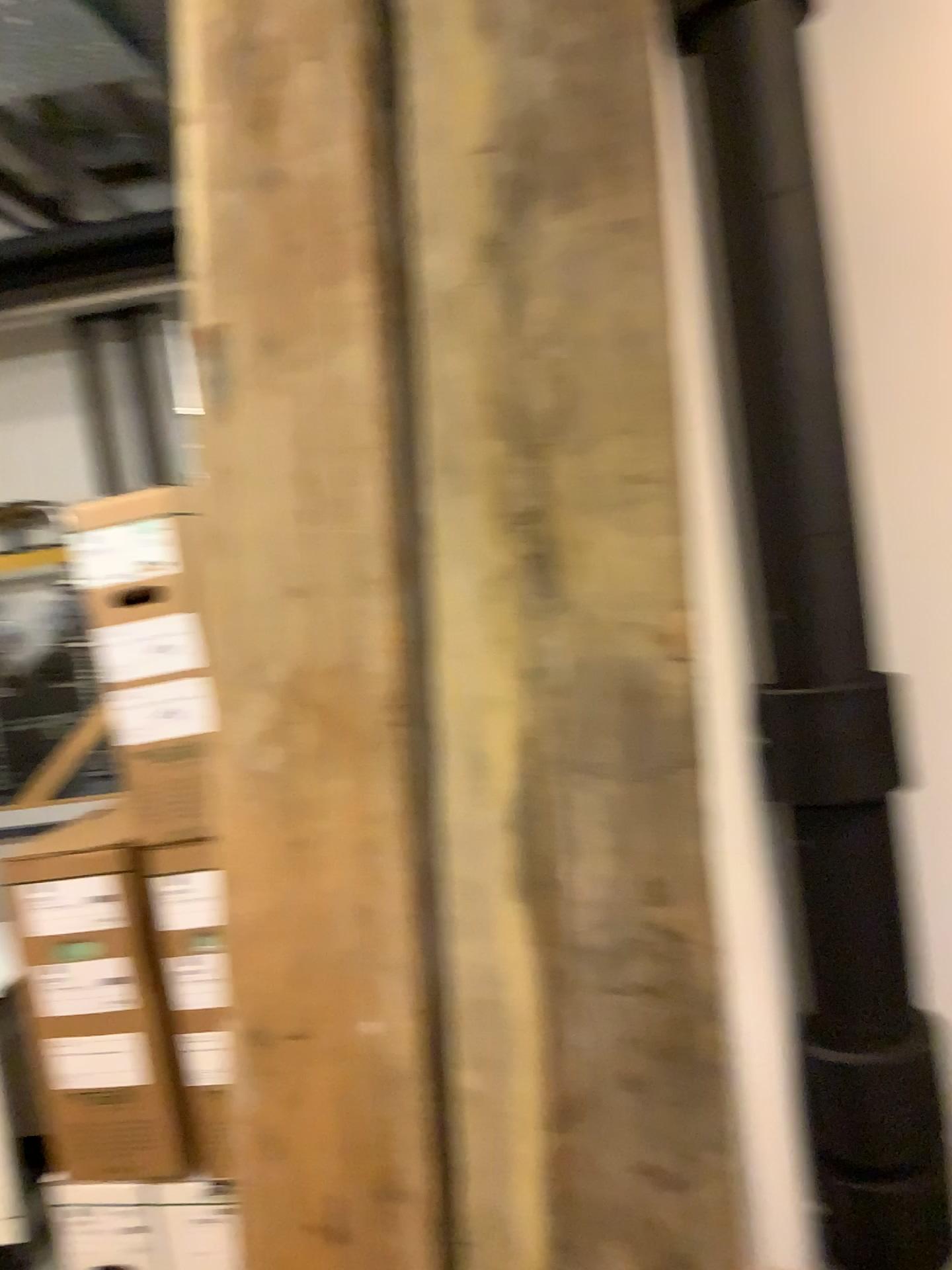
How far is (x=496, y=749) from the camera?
1.1 meters
